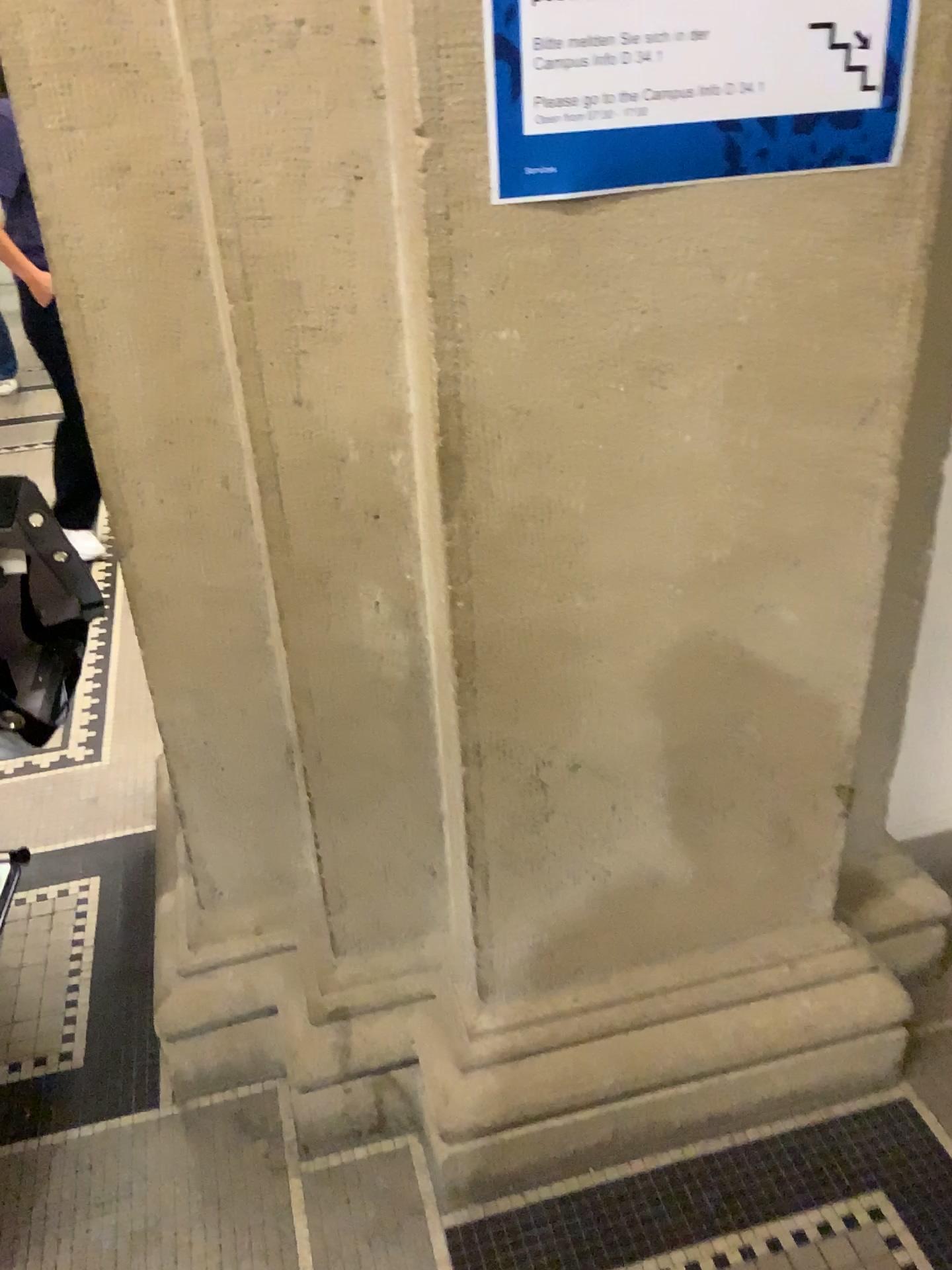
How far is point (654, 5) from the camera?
0.9 meters

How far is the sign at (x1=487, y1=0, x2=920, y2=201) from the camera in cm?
92

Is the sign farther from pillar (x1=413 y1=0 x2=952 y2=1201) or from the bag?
the bag

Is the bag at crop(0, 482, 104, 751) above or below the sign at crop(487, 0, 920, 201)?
below

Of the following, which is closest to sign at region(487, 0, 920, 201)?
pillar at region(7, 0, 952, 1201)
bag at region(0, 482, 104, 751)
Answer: pillar at region(7, 0, 952, 1201)

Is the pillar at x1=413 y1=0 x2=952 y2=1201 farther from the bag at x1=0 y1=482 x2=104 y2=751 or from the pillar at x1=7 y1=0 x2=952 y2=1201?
the bag at x1=0 y1=482 x2=104 y2=751

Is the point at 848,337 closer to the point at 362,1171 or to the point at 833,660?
the point at 833,660

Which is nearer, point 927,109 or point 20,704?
point 927,109

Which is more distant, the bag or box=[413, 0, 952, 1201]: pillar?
the bag

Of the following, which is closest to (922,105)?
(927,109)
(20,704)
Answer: (927,109)
